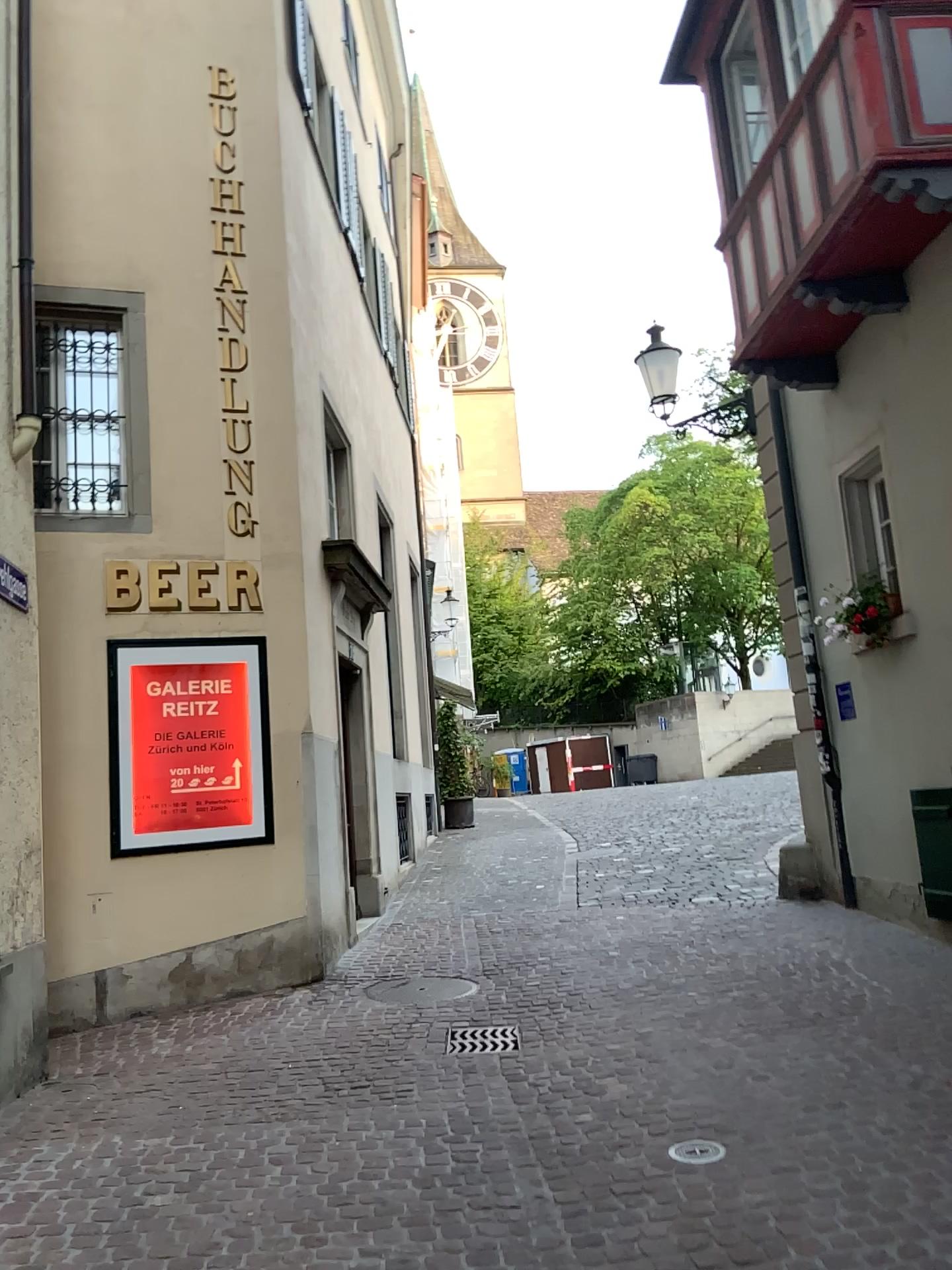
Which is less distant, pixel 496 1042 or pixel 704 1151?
pixel 704 1151

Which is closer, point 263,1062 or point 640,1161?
point 640,1161

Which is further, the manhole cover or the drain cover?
the drain cover
